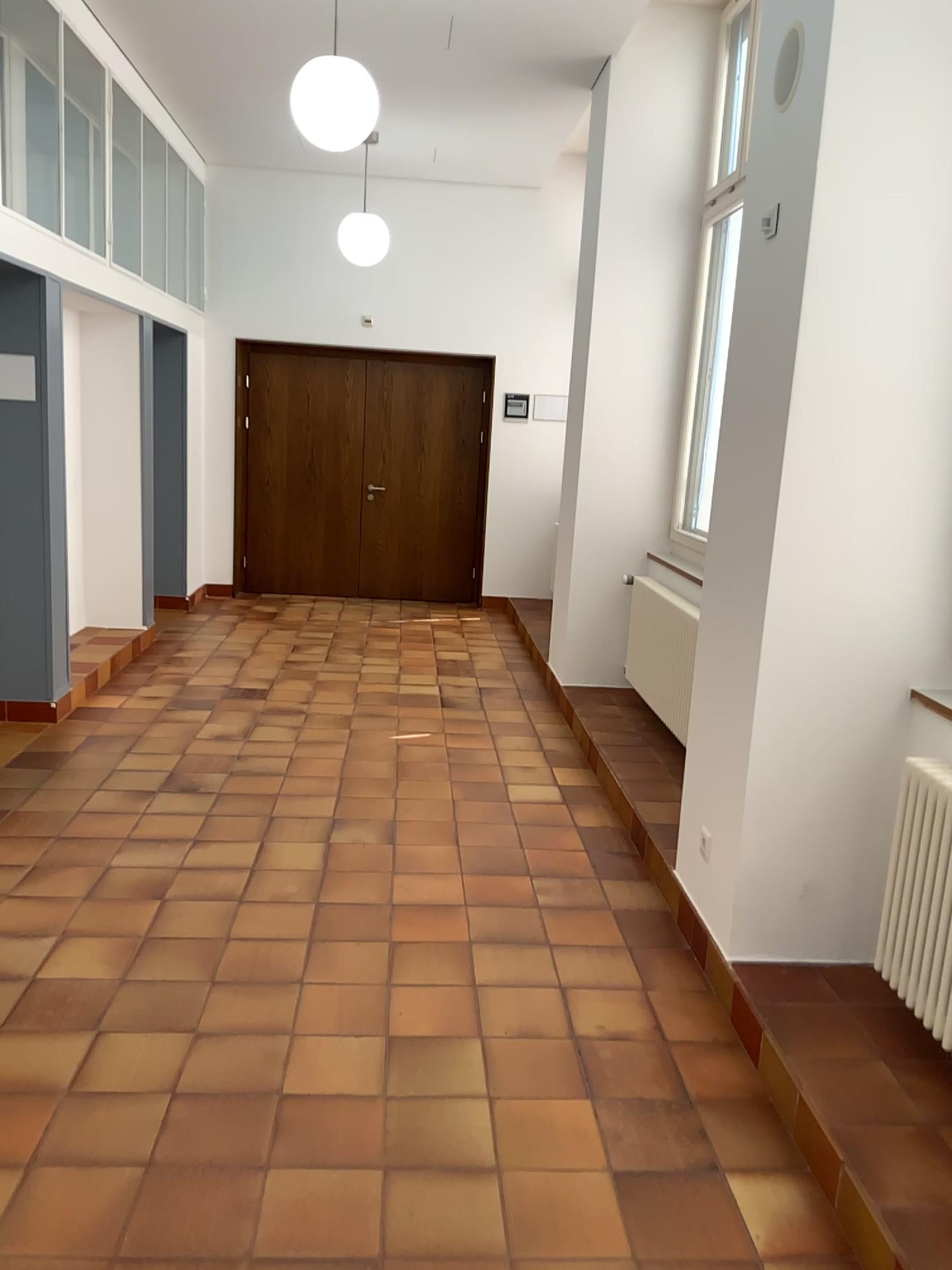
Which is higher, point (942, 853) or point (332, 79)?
point (332, 79)

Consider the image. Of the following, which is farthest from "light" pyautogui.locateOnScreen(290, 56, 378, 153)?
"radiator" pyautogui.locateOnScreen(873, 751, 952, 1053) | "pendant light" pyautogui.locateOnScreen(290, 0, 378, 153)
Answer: "radiator" pyautogui.locateOnScreen(873, 751, 952, 1053)

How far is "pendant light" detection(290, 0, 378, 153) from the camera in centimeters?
429cm

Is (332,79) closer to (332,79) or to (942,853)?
(332,79)

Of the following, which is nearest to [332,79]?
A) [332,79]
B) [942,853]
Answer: [332,79]

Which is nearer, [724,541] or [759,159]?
[759,159]

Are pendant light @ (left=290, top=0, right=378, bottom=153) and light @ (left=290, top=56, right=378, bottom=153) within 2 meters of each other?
yes

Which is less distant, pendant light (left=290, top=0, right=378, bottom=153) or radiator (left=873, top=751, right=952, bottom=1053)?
radiator (left=873, top=751, right=952, bottom=1053)

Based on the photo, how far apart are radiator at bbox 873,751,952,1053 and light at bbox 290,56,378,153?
3.4m

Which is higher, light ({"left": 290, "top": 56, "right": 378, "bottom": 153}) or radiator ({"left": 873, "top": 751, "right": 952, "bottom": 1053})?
light ({"left": 290, "top": 56, "right": 378, "bottom": 153})
